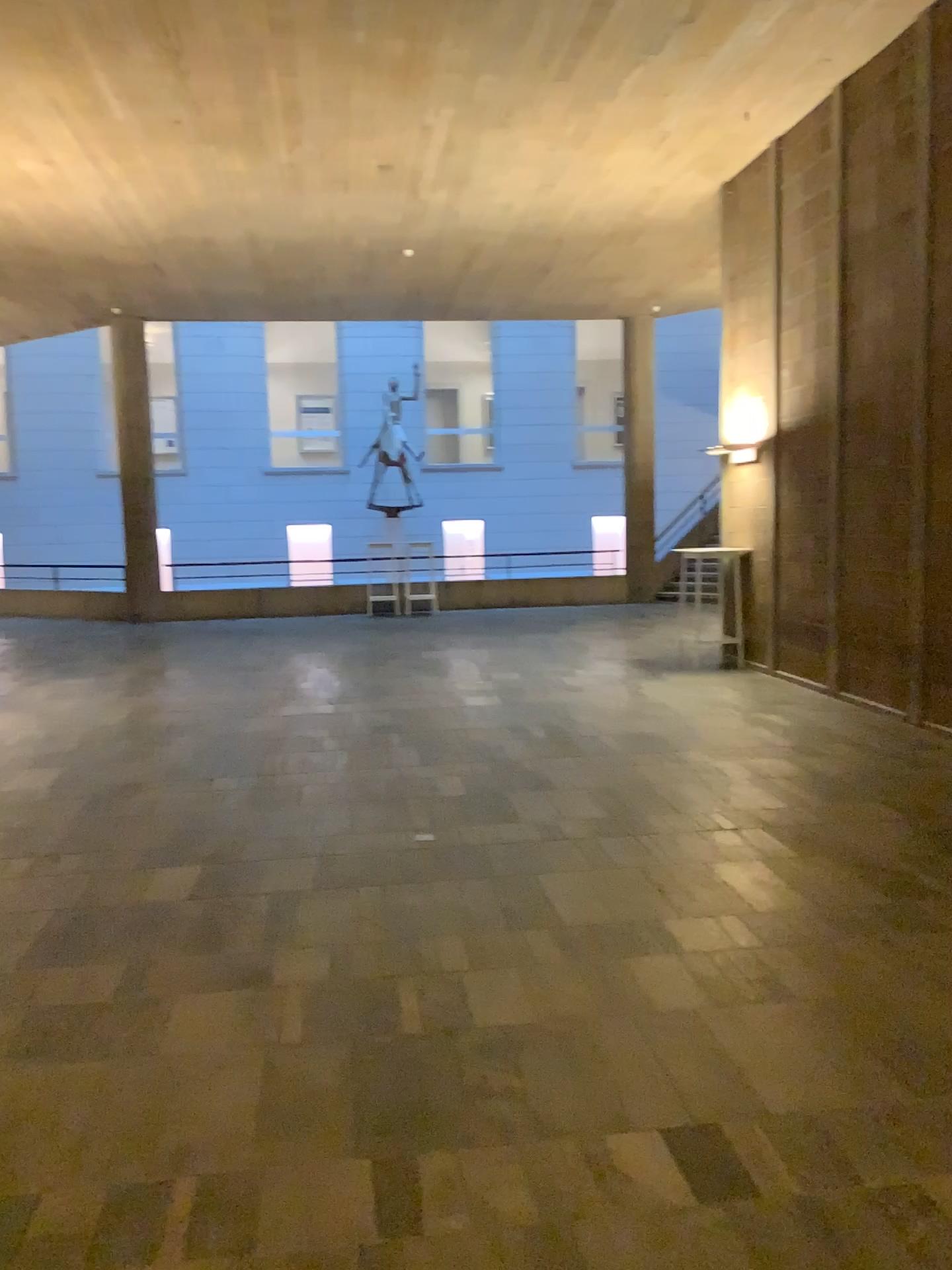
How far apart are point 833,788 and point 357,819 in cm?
252
